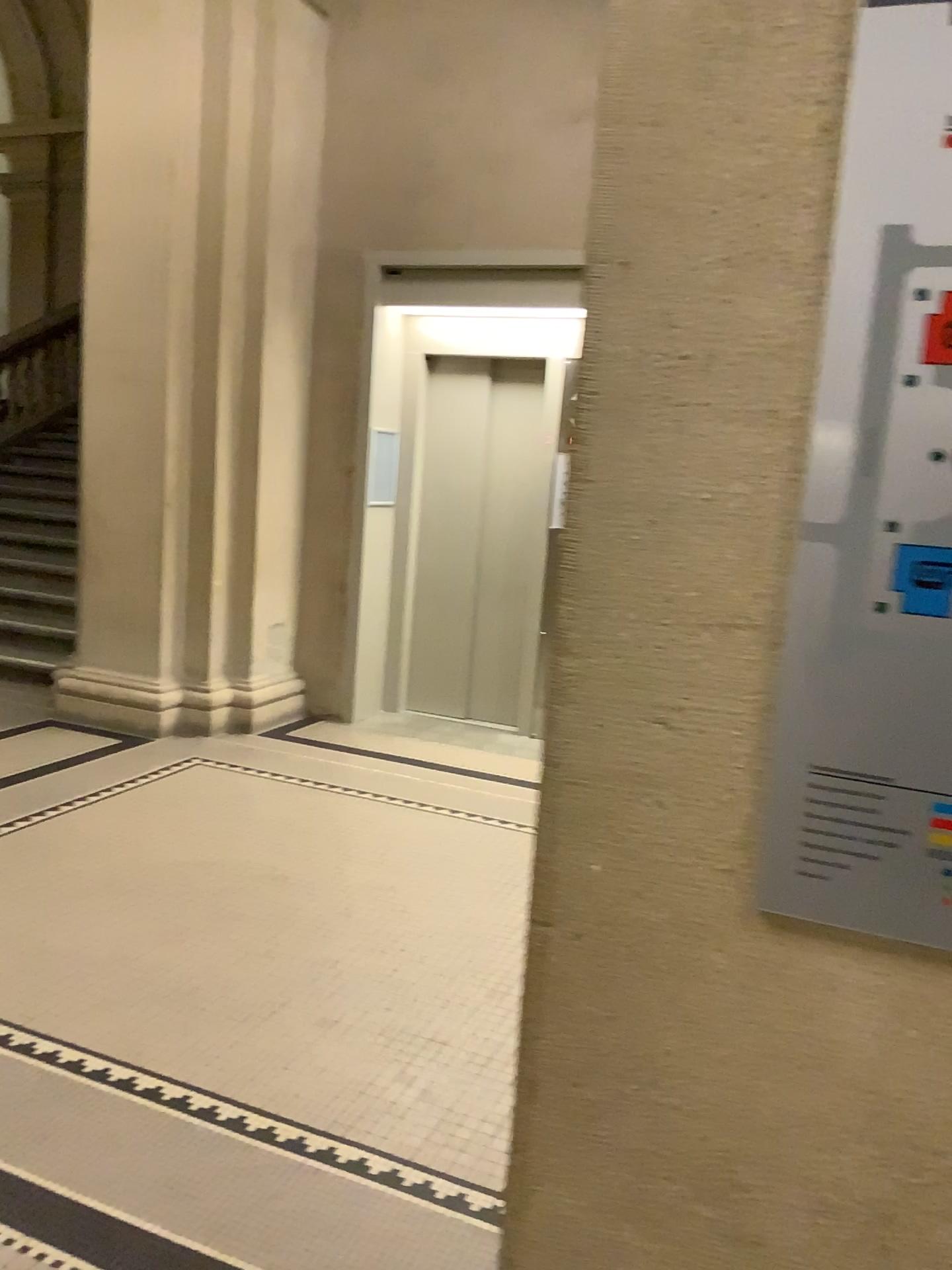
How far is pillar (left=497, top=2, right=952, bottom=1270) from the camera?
0.9 meters

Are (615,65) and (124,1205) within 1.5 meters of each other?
no

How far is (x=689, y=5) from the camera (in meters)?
0.86

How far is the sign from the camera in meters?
0.8

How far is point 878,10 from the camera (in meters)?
0.80

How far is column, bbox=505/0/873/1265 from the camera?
0.9 meters

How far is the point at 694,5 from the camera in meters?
0.9 m
